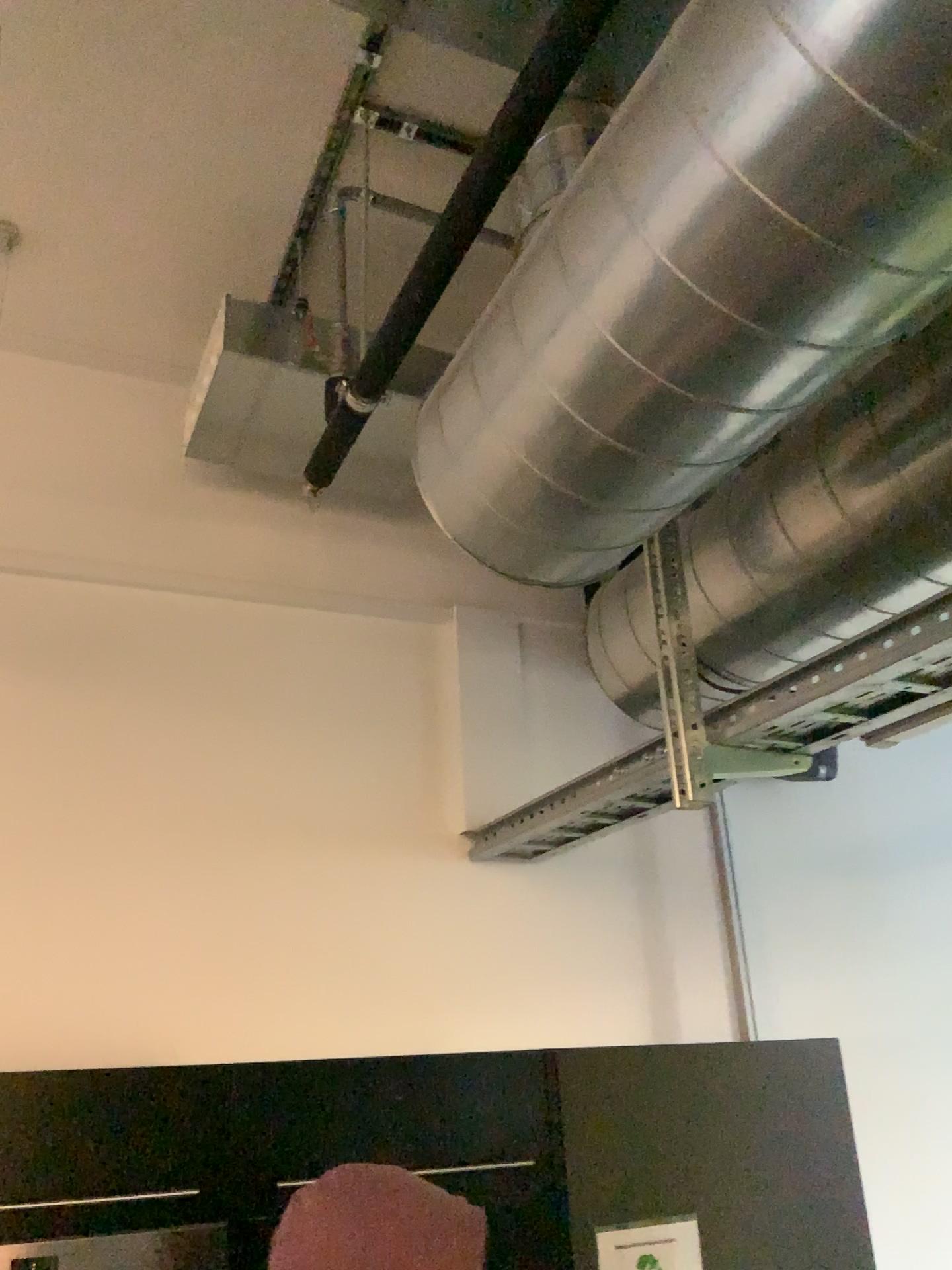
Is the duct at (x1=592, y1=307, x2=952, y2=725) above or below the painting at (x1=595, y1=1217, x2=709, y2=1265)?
above

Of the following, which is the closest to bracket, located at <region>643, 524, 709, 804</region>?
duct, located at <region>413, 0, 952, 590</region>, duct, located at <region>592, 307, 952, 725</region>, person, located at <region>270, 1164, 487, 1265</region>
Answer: duct, located at <region>592, 307, 952, 725</region>

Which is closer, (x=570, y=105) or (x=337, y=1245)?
(x=337, y=1245)

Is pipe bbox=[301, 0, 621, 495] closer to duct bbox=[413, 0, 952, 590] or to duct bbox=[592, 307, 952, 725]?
duct bbox=[413, 0, 952, 590]

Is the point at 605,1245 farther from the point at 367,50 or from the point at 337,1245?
the point at 367,50

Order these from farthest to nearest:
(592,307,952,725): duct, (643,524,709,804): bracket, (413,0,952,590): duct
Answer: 1. (643,524,709,804): bracket
2. (592,307,952,725): duct
3. (413,0,952,590): duct

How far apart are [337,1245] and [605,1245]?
0.83m

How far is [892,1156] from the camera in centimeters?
290cm

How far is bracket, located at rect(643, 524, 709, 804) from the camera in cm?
191

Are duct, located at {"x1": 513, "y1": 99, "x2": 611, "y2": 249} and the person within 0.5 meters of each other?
no
